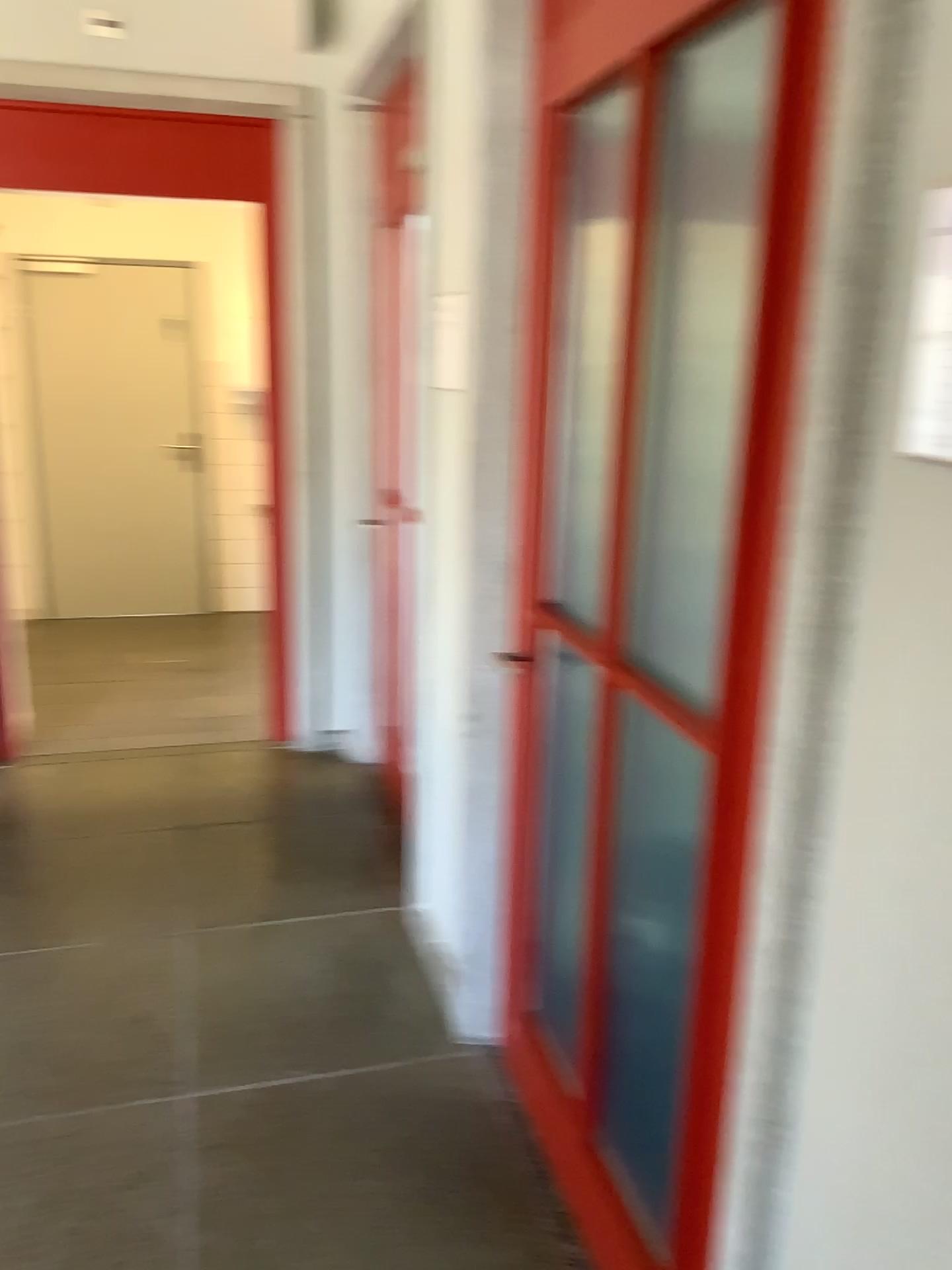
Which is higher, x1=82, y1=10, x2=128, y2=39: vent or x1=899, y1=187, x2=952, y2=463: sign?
x1=82, y1=10, x2=128, y2=39: vent

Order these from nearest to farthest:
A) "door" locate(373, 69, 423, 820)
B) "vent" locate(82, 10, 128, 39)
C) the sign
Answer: the sign < "door" locate(373, 69, 423, 820) < "vent" locate(82, 10, 128, 39)

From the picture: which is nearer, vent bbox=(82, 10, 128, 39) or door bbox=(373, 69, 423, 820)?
door bbox=(373, 69, 423, 820)

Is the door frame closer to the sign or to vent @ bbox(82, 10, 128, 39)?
vent @ bbox(82, 10, 128, 39)

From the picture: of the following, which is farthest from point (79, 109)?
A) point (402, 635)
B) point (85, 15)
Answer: point (402, 635)

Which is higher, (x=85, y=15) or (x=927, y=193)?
(x=85, y=15)

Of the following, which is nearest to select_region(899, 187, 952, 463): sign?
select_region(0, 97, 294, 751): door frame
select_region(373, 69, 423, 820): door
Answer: select_region(373, 69, 423, 820): door

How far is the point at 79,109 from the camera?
3.6 meters

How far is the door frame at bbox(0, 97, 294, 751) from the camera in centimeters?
362cm

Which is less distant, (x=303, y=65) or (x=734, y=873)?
(x=734, y=873)
